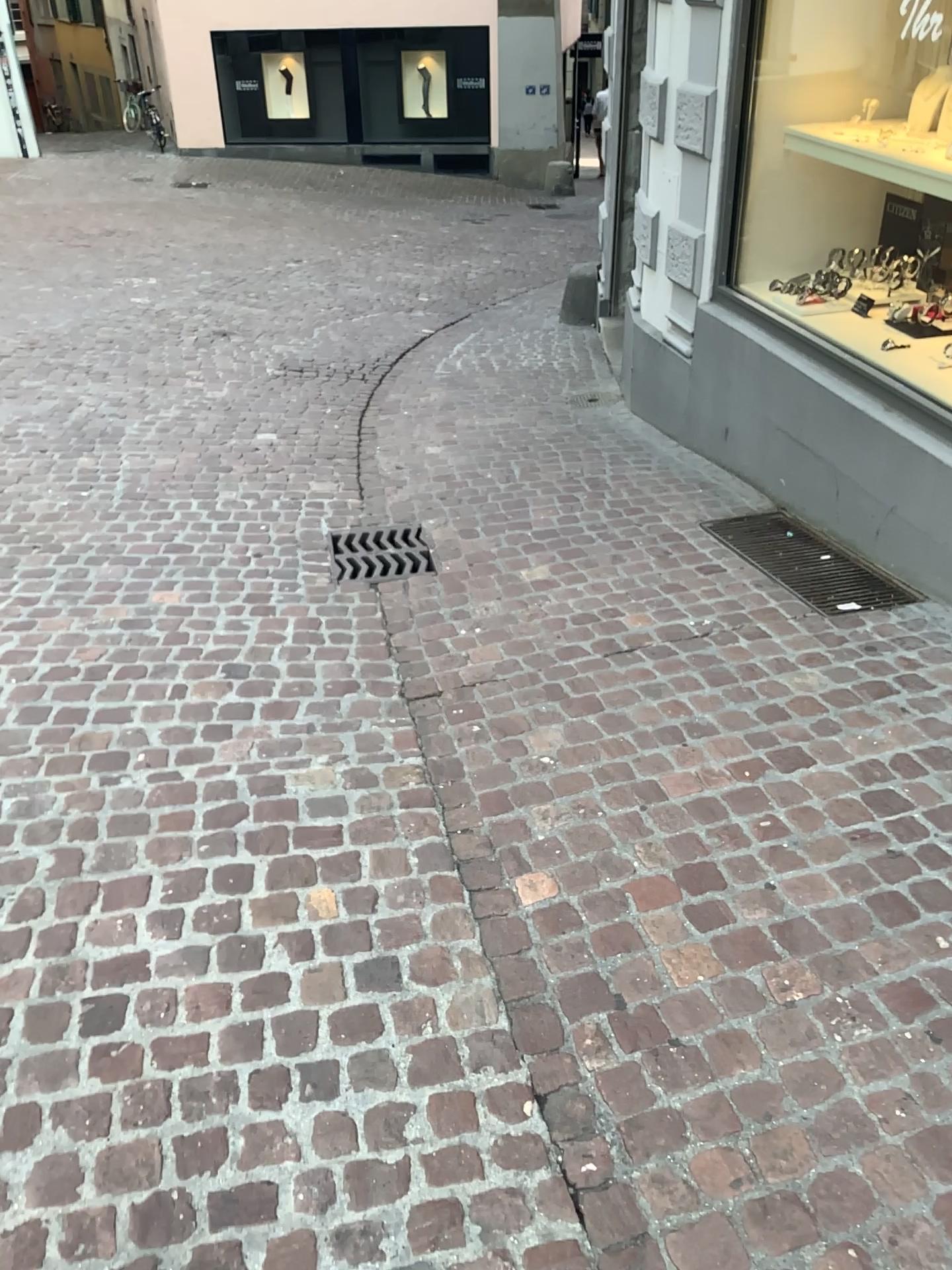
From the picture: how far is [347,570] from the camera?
3.9m

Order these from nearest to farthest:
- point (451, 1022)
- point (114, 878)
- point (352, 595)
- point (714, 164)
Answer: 1. point (451, 1022)
2. point (114, 878)
3. point (352, 595)
4. point (714, 164)

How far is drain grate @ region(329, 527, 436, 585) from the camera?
3.9 meters
